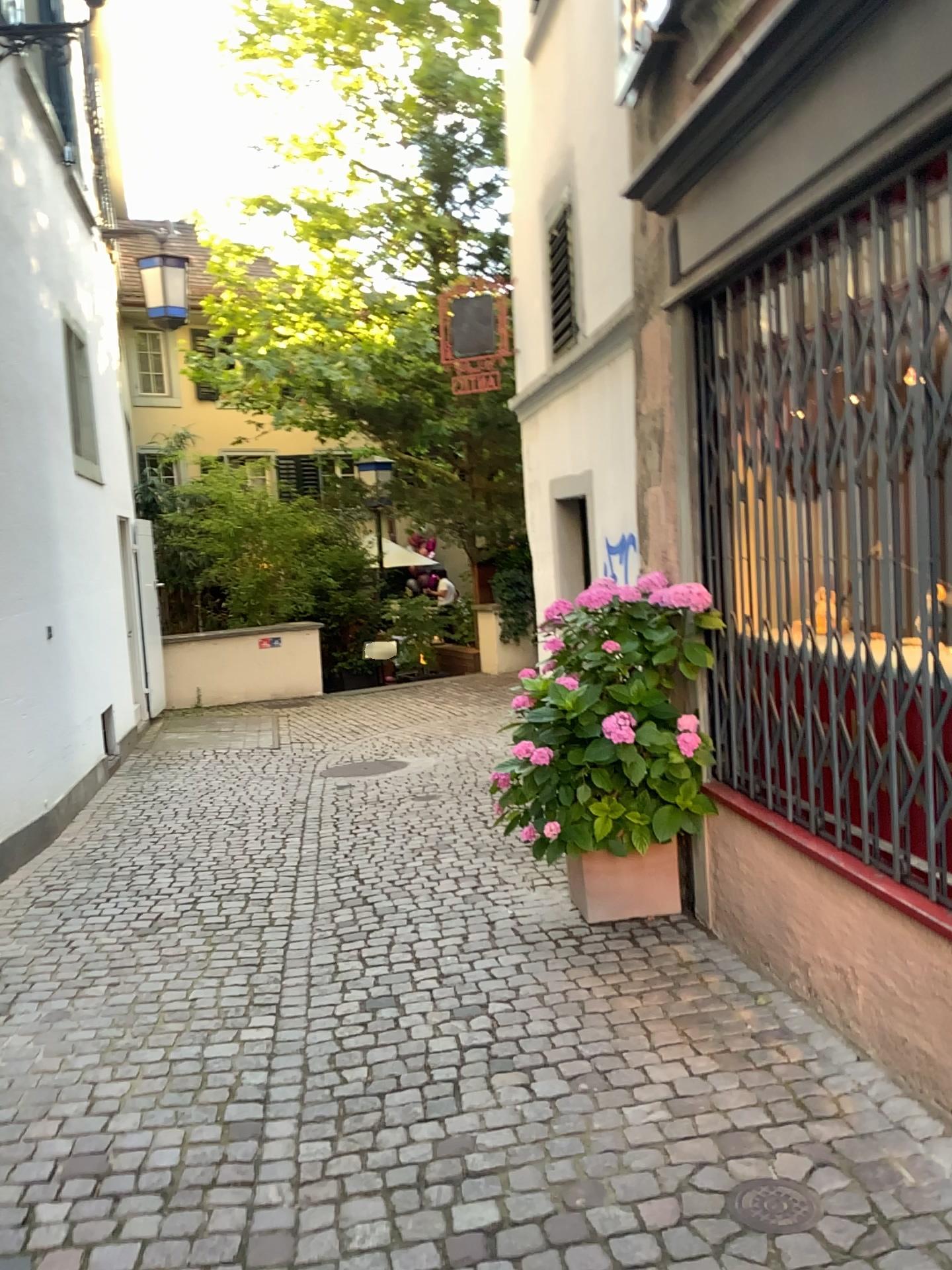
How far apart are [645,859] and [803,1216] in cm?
188

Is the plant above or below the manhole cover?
above

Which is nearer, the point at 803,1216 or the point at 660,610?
the point at 803,1216

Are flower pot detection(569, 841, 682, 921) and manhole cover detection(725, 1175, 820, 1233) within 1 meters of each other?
no

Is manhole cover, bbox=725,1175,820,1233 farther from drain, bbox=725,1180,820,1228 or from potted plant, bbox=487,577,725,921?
potted plant, bbox=487,577,725,921

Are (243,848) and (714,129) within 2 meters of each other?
no

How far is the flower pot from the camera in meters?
4.0 m

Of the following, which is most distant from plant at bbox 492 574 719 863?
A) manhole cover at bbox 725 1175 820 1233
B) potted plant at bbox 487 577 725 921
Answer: manhole cover at bbox 725 1175 820 1233

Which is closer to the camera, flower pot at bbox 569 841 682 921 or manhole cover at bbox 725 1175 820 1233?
manhole cover at bbox 725 1175 820 1233

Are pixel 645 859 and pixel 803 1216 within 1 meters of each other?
no
